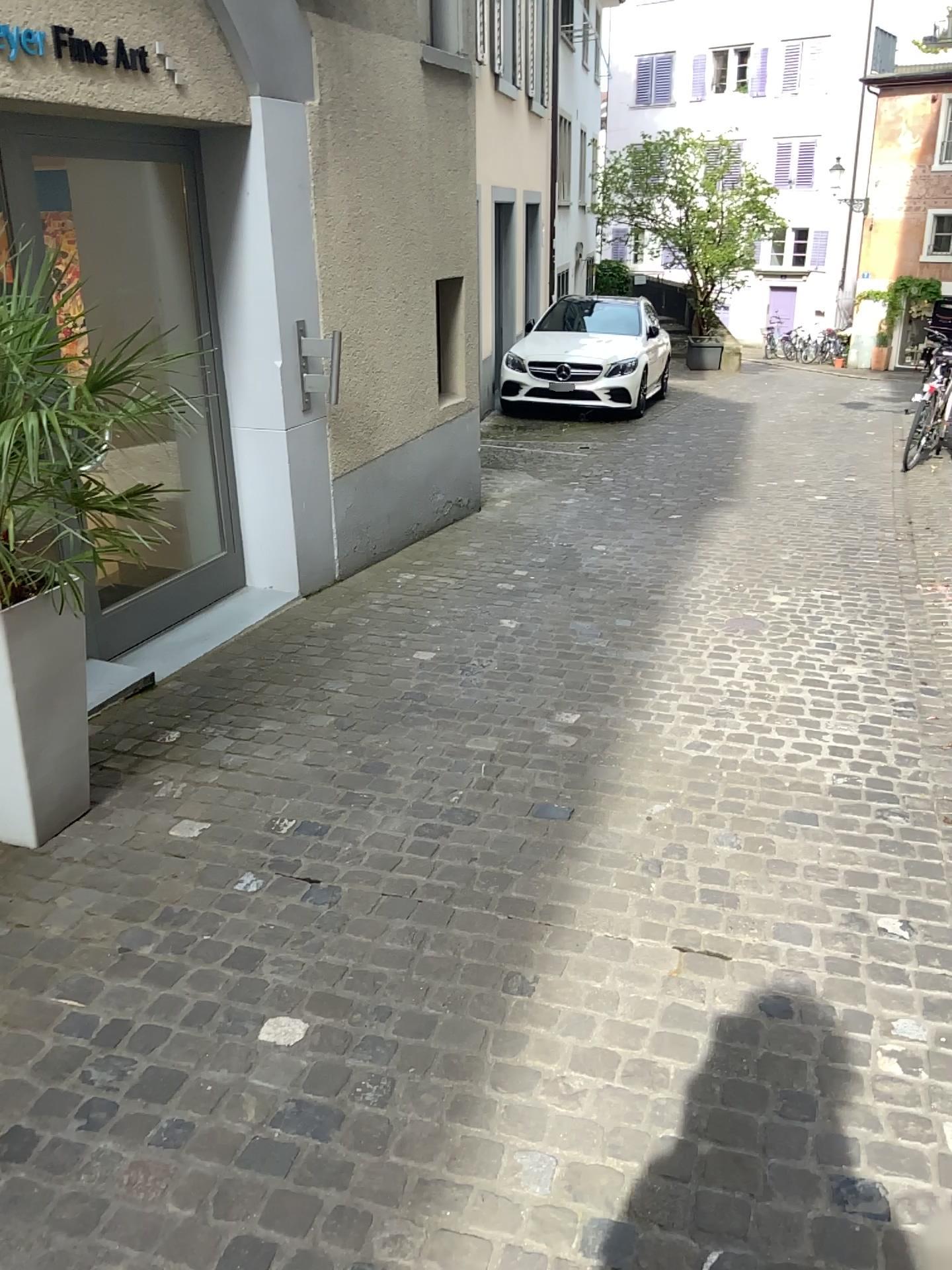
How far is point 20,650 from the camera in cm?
270

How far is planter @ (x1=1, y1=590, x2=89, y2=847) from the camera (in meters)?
2.70

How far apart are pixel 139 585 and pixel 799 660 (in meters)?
2.77
